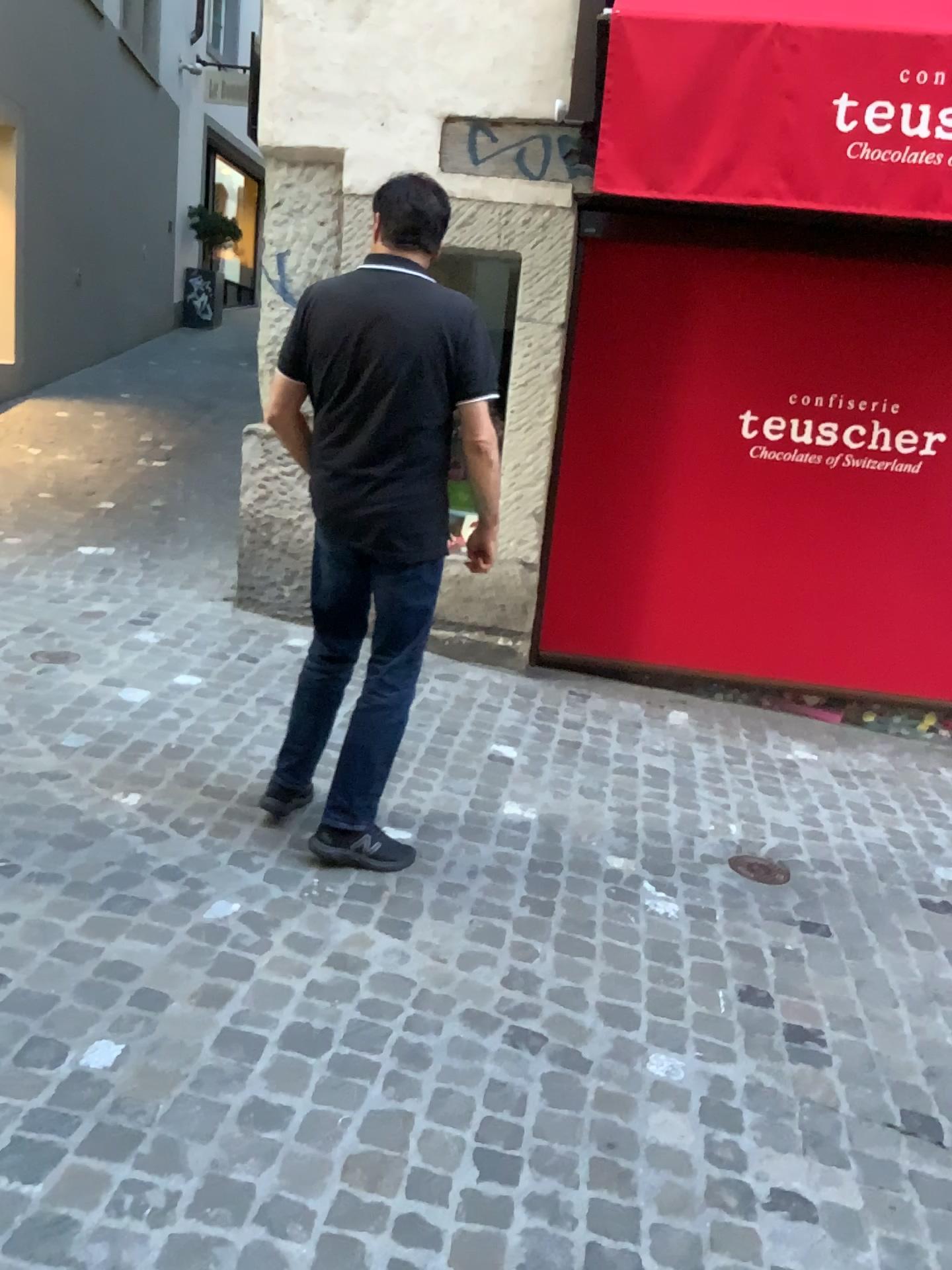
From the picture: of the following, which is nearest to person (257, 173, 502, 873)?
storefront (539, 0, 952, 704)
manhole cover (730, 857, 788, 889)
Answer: manhole cover (730, 857, 788, 889)

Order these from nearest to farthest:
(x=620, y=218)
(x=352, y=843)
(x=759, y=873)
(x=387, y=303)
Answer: (x=387, y=303)
(x=352, y=843)
(x=759, y=873)
(x=620, y=218)

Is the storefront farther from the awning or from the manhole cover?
the manhole cover

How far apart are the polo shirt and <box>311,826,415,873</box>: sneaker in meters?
0.7 m

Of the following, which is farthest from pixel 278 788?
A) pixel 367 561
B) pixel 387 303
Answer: pixel 387 303

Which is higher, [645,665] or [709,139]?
[709,139]

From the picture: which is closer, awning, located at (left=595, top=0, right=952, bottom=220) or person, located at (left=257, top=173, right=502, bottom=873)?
person, located at (left=257, top=173, right=502, bottom=873)

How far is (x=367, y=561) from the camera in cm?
270

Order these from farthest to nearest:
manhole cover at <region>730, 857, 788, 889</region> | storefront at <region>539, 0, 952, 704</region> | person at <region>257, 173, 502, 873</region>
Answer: storefront at <region>539, 0, 952, 704</region>
manhole cover at <region>730, 857, 788, 889</region>
person at <region>257, 173, 502, 873</region>

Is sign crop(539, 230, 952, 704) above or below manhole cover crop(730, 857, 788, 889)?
above
